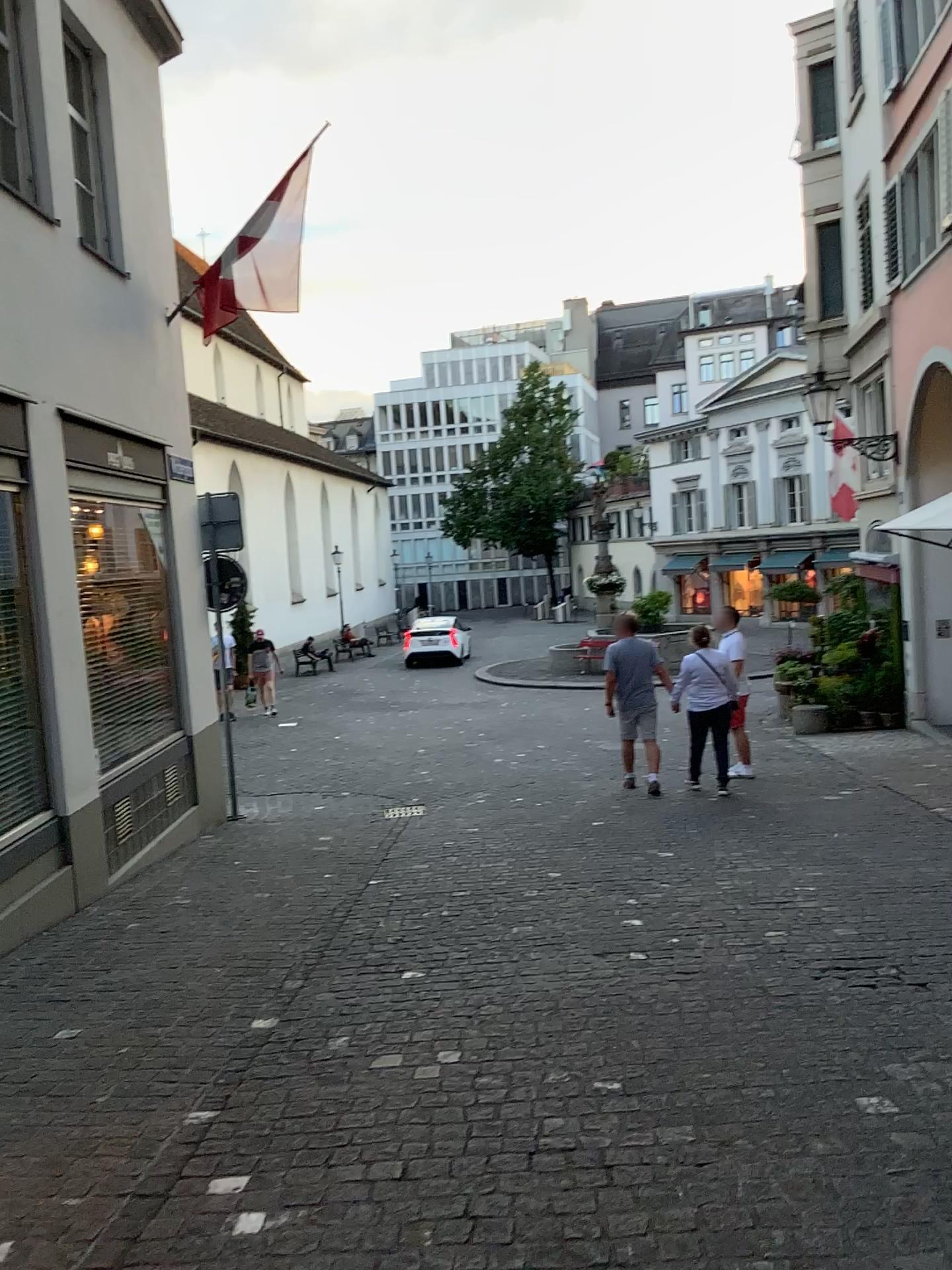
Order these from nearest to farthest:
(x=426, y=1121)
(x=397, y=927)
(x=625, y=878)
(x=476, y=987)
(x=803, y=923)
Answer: (x=426, y=1121), (x=476, y=987), (x=803, y=923), (x=397, y=927), (x=625, y=878)
